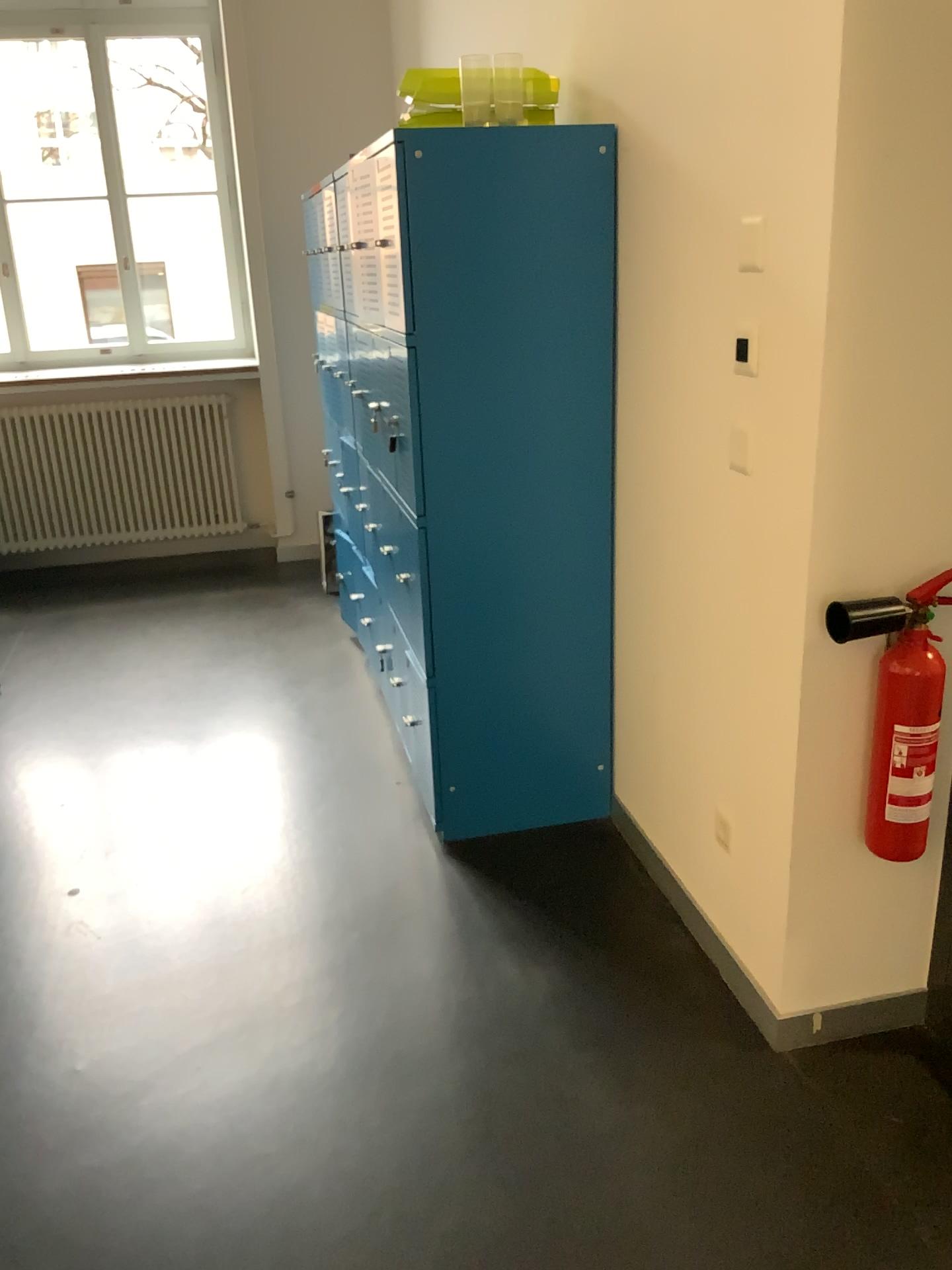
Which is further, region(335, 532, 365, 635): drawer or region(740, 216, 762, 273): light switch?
region(335, 532, 365, 635): drawer

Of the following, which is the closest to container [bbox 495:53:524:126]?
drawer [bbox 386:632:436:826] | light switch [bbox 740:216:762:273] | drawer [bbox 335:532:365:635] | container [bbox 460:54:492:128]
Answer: container [bbox 460:54:492:128]

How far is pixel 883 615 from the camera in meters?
1.8 m

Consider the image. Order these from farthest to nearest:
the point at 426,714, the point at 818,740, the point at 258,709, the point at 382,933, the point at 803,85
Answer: the point at 258,709 < the point at 426,714 < the point at 382,933 < the point at 818,740 < the point at 803,85

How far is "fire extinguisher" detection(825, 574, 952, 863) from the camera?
1.8 meters

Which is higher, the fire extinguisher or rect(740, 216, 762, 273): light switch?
rect(740, 216, 762, 273): light switch

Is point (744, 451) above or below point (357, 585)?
above

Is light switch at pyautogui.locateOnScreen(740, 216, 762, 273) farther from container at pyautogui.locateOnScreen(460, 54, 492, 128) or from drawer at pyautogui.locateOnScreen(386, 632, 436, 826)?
drawer at pyautogui.locateOnScreen(386, 632, 436, 826)

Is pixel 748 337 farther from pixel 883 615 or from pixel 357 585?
pixel 357 585

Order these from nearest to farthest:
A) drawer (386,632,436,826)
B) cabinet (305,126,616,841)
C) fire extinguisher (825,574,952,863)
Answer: fire extinguisher (825,574,952,863) → cabinet (305,126,616,841) → drawer (386,632,436,826)
